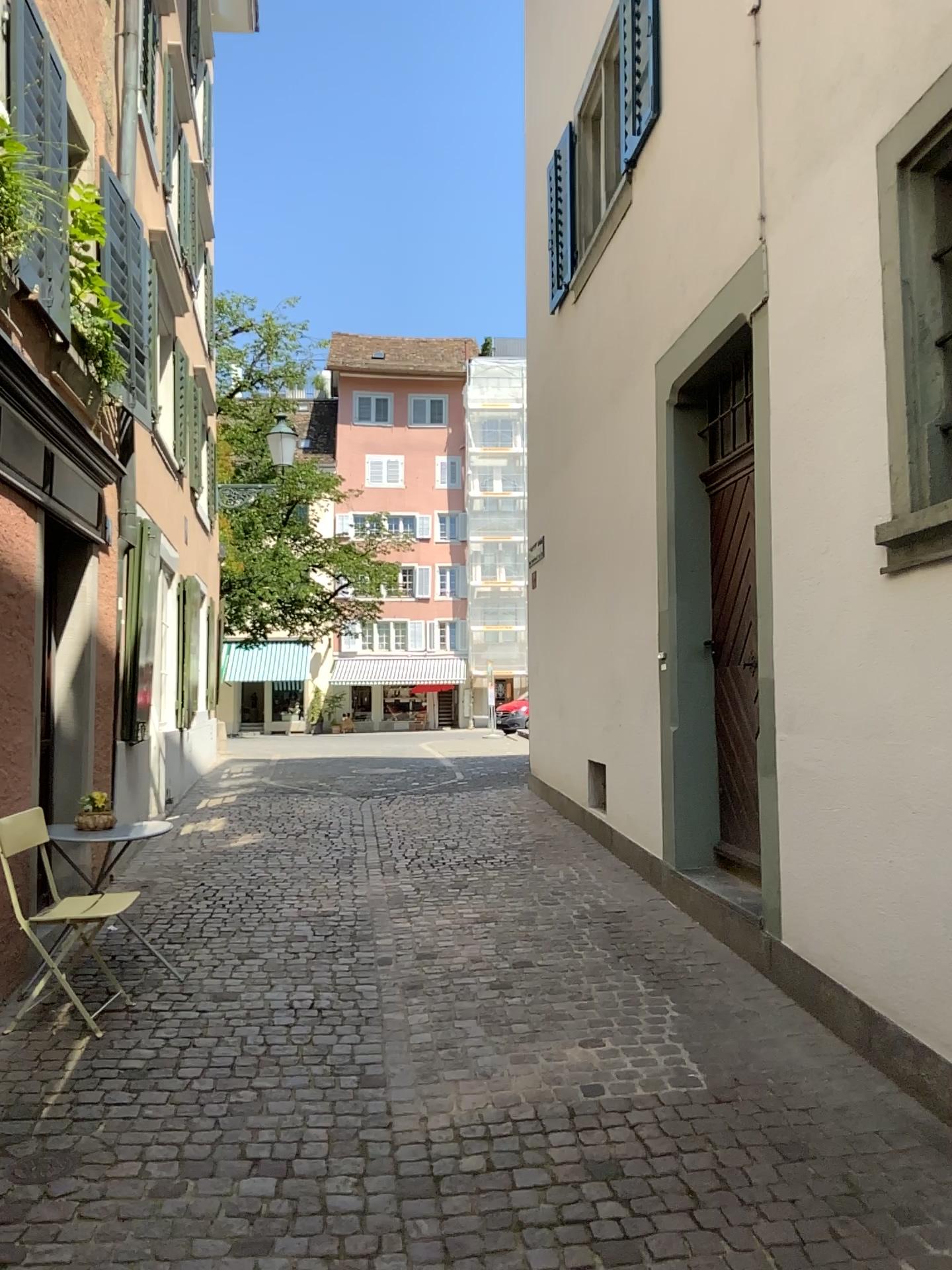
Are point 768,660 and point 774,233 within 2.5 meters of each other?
yes
